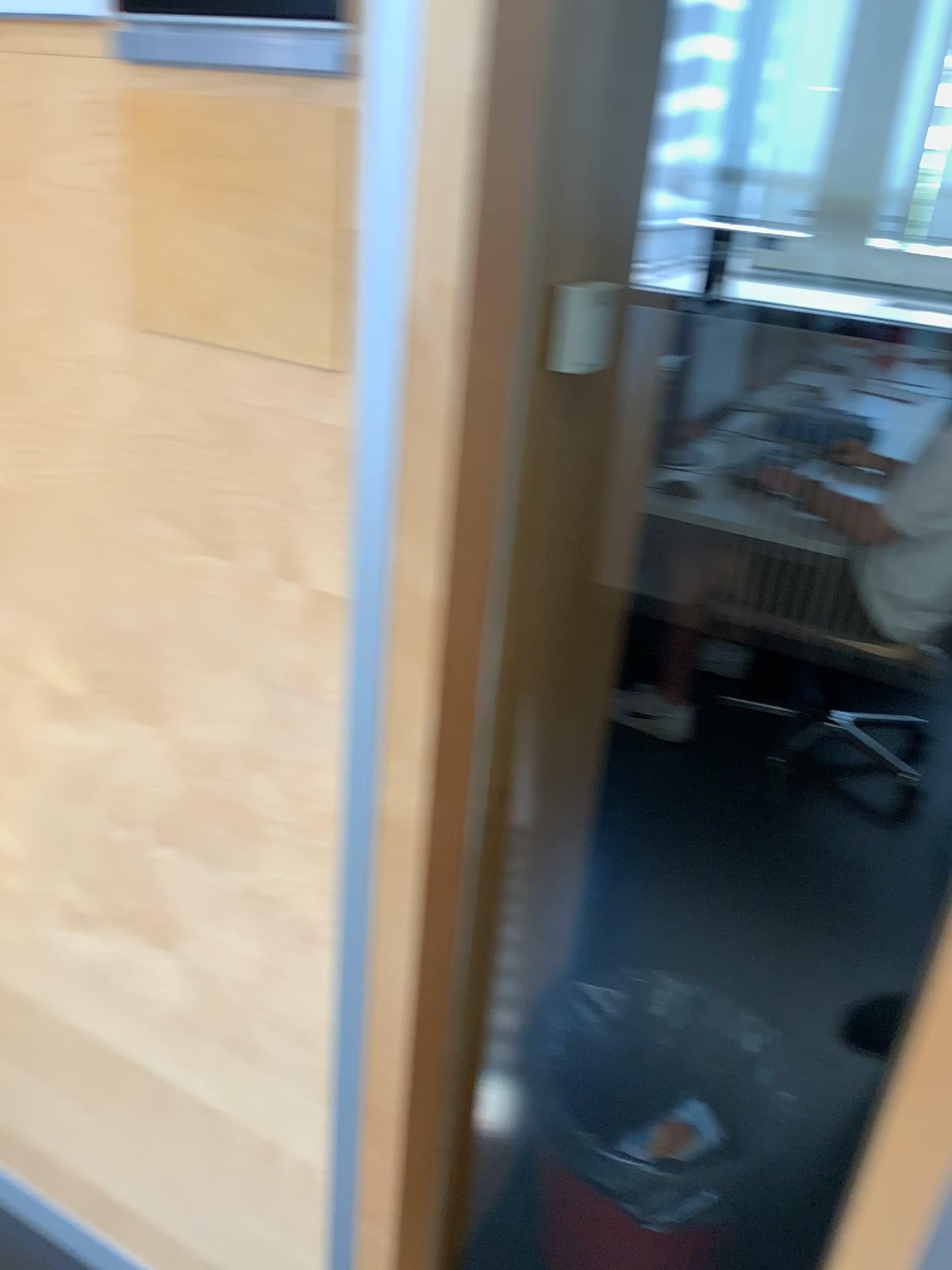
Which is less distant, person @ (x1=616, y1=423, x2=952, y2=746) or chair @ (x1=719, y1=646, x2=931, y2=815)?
person @ (x1=616, y1=423, x2=952, y2=746)

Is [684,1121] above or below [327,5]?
below

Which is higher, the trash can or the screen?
the screen

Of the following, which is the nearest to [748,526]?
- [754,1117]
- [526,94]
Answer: [754,1117]

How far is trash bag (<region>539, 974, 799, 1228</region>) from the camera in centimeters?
157cm

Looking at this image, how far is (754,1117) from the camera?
1.57m

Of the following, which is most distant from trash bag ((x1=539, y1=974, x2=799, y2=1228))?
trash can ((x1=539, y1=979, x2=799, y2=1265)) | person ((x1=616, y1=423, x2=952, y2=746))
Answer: person ((x1=616, y1=423, x2=952, y2=746))

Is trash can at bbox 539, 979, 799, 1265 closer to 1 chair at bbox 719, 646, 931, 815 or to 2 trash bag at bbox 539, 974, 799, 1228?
2 trash bag at bbox 539, 974, 799, 1228

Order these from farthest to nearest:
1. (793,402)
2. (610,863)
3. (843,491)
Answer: (793,402)
(843,491)
(610,863)

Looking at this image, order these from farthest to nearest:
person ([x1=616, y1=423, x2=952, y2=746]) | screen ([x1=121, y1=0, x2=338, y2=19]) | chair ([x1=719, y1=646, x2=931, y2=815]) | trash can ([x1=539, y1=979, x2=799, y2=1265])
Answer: chair ([x1=719, y1=646, x2=931, y2=815])
person ([x1=616, y1=423, x2=952, y2=746])
trash can ([x1=539, y1=979, x2=799, y2=1265])
screen ([x1=121, y1=0, x2=338, y2=19])
